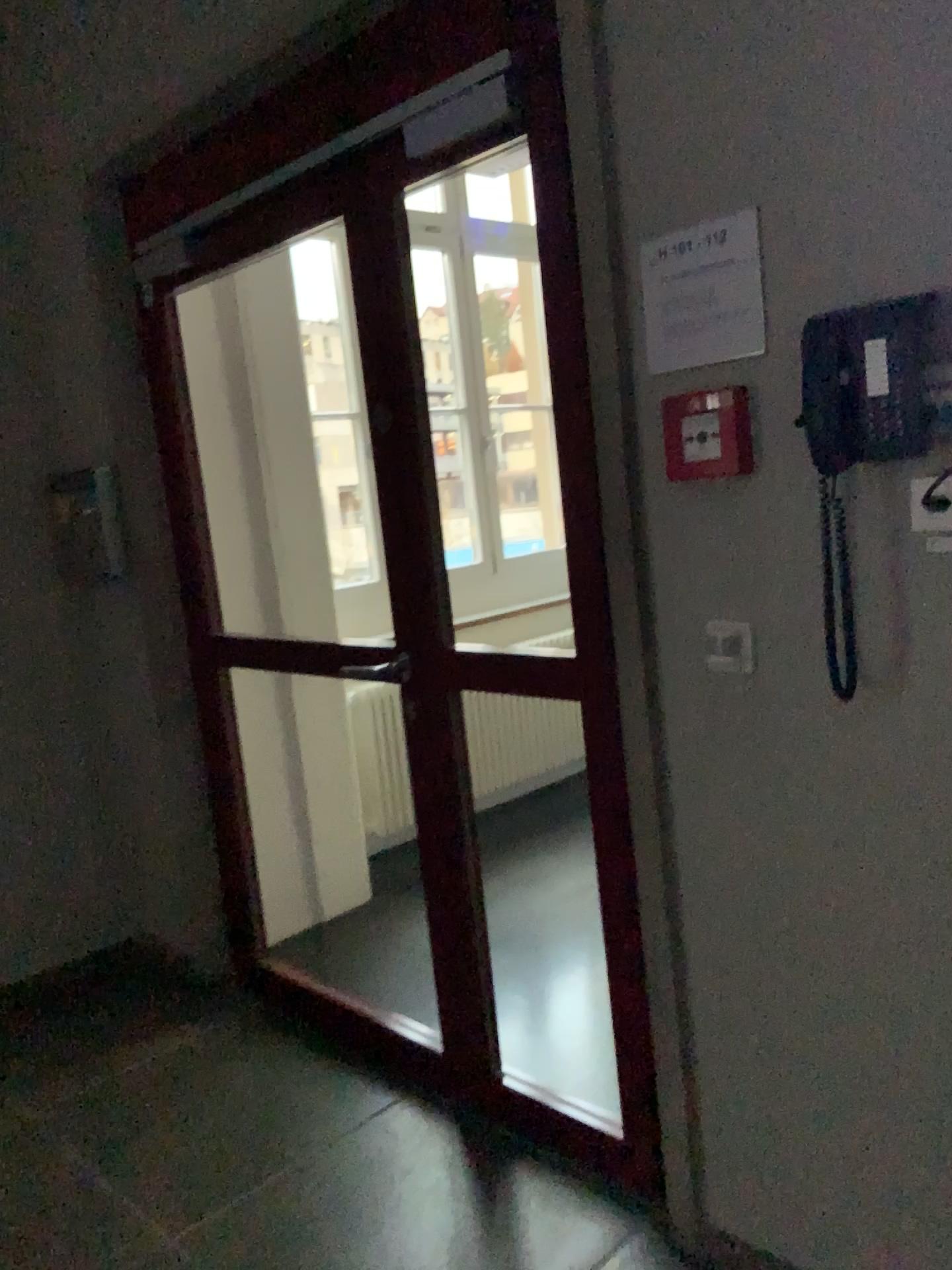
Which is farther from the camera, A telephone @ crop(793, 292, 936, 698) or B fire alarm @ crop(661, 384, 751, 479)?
B fire alarm @ crop(661, 384, 751, 479)

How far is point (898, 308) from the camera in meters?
1.4

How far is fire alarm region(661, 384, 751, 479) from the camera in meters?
1.6 m

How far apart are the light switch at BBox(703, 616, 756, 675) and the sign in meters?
0.4 m

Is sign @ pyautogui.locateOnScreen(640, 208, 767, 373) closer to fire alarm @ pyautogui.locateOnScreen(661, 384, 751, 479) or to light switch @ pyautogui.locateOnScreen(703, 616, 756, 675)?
fire alarm @ pyautogui.locateOnScreen(661, 384, 751, 479)

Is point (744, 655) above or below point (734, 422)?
below

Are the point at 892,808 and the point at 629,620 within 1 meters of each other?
yes

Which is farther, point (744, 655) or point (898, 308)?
point (744, 655)

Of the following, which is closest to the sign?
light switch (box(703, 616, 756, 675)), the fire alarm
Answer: the fire alarm

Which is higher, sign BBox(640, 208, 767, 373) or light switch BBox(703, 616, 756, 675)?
sign BBox(640, 208, 767, 373)
